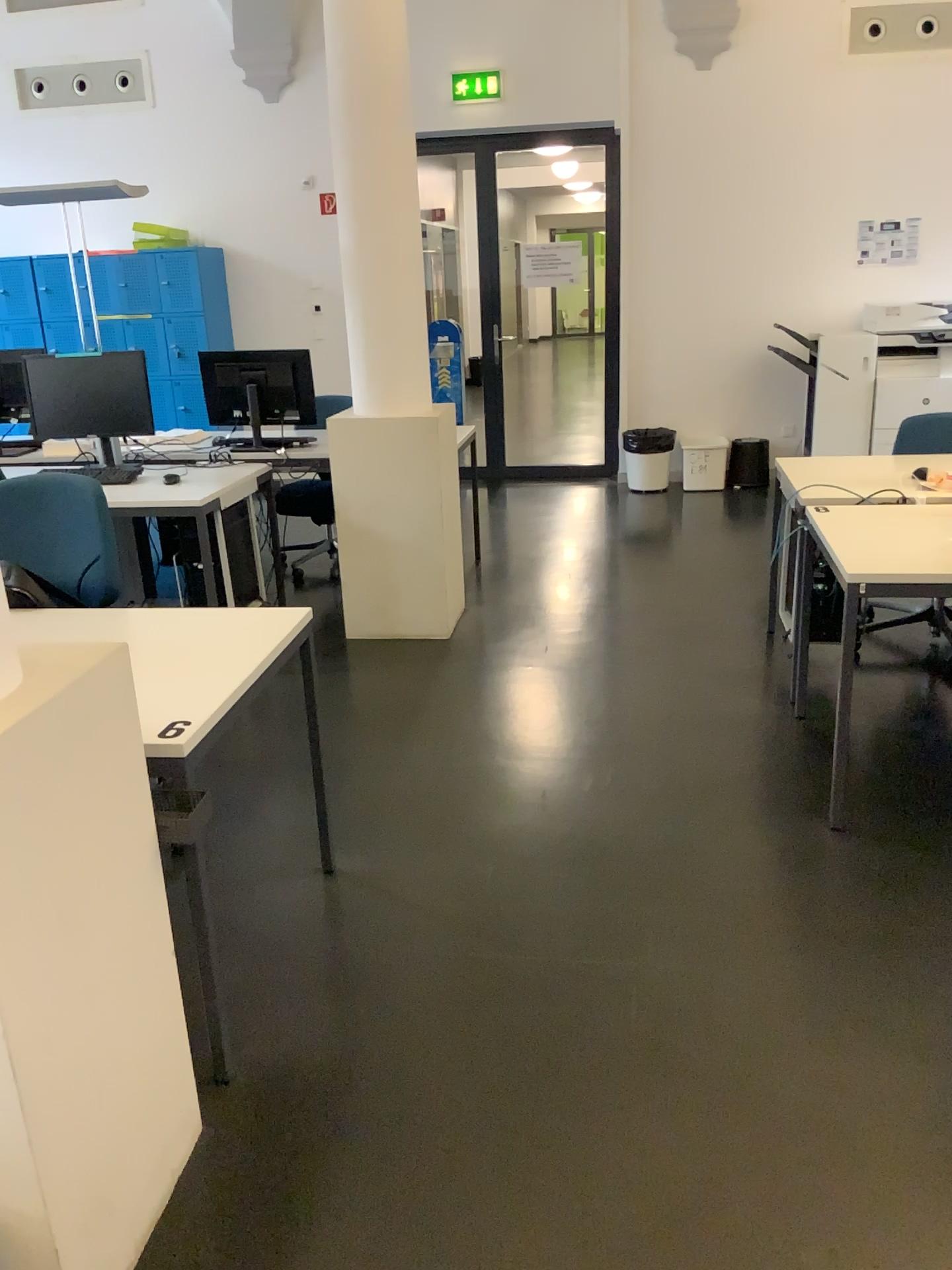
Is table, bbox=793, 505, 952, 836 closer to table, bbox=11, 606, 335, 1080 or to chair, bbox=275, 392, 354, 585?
table, bbox=11, 606, 335, 1080

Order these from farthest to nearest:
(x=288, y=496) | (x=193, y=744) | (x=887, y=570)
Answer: (x=288, y=496)
(x=887, y=570)
(x=193, y=744)

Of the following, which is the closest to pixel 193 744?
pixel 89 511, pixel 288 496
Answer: pixel 89 511

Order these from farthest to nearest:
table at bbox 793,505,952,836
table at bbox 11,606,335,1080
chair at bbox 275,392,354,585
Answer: chair at bbox 275,392,354,585
table at bbox 793,505,952,836
table at bbox 11,606,335,1080

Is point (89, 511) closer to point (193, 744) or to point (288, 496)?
point (193, 744)

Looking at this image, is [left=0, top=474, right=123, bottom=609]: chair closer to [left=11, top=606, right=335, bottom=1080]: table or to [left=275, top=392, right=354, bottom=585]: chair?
[left=11, top=606, right=335, bottom=1080]: table

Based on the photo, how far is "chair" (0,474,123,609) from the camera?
2.91m

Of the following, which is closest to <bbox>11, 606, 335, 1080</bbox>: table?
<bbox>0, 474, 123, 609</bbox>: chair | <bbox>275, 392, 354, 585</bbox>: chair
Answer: <bbox>0, 474, 123, 609</bbox>: chair

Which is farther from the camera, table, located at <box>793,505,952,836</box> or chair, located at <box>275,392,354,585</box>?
chair, located at <box>275,392,354,585</box>

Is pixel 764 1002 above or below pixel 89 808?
below
